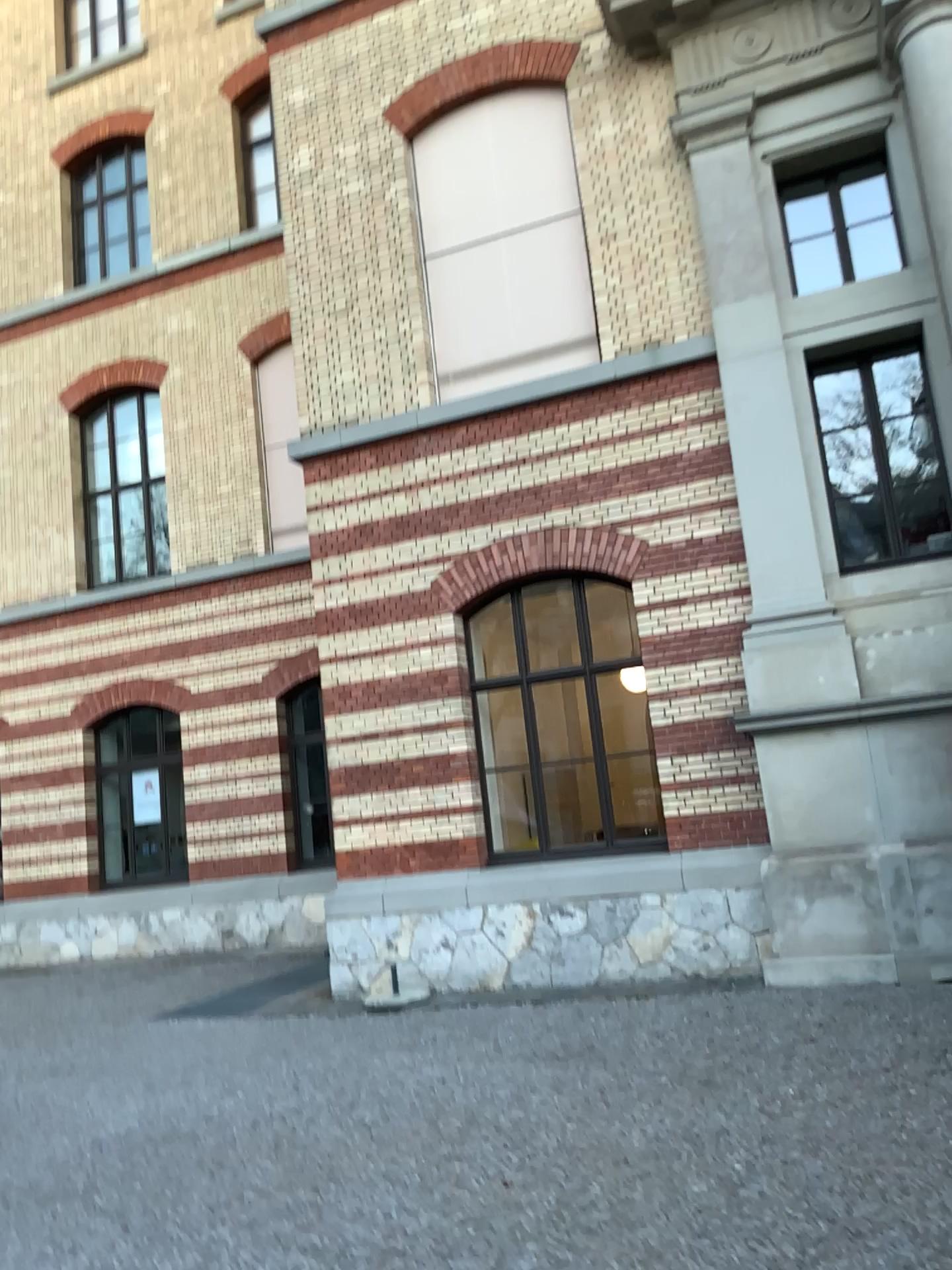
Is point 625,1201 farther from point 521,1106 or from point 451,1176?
point 521,1106
